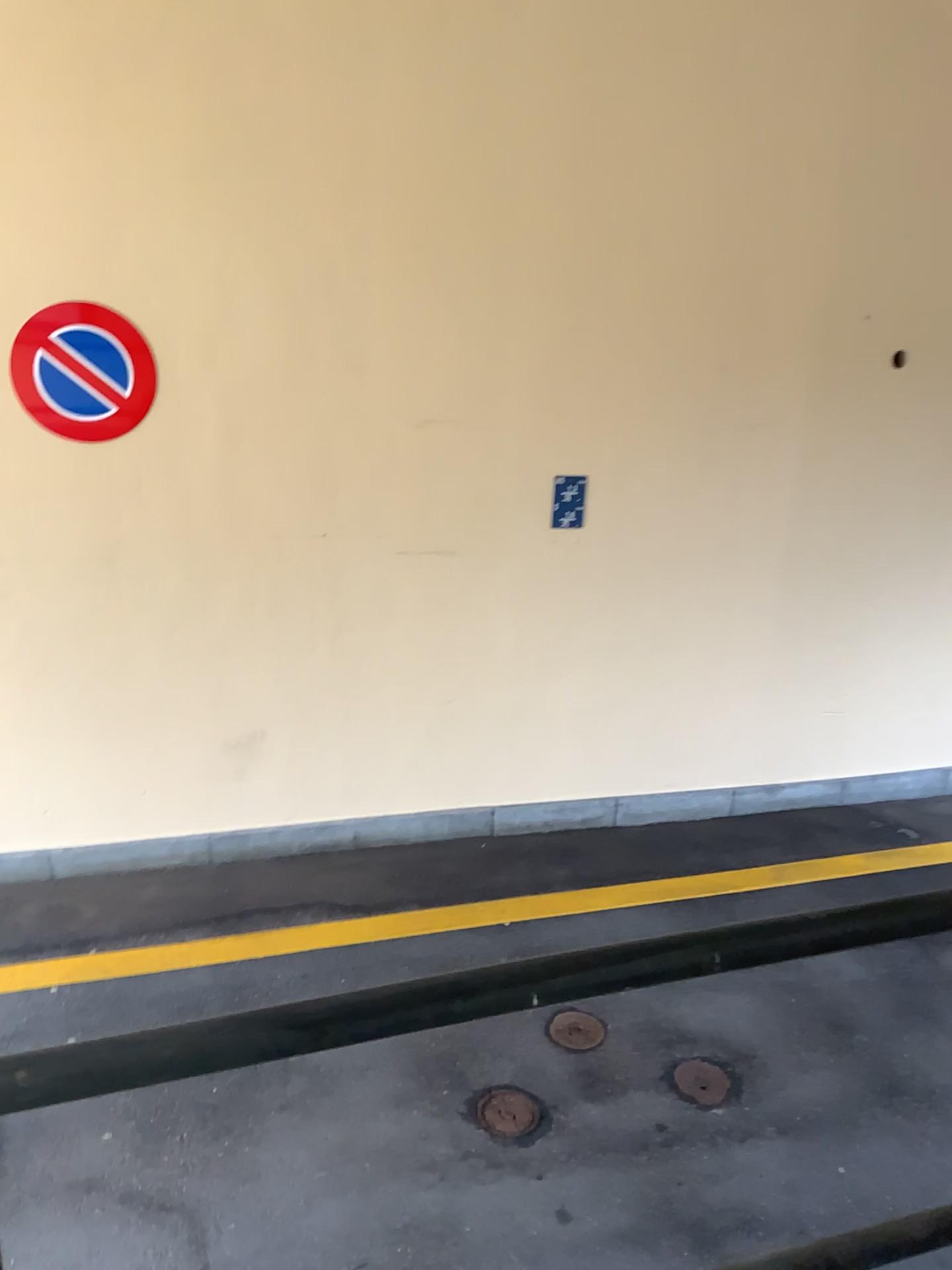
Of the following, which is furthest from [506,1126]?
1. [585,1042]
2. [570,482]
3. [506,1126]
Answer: [570,482]

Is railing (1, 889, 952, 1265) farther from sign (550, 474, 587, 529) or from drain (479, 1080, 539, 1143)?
sign (550, 474, 587, 529)

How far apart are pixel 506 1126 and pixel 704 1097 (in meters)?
0.64

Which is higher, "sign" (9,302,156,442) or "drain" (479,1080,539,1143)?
"sign" (9,302,156,442)

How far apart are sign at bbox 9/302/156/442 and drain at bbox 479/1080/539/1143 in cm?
265

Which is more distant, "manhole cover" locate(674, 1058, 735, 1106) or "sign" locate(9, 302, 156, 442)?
"sign" locate(9, 302, 156, 442)

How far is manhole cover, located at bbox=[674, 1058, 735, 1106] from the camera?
3.30m

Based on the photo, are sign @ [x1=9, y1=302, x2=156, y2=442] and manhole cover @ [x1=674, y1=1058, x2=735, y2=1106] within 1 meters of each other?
no

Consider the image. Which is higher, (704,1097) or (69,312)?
(69,312)

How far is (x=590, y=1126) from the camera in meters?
3.2 m
